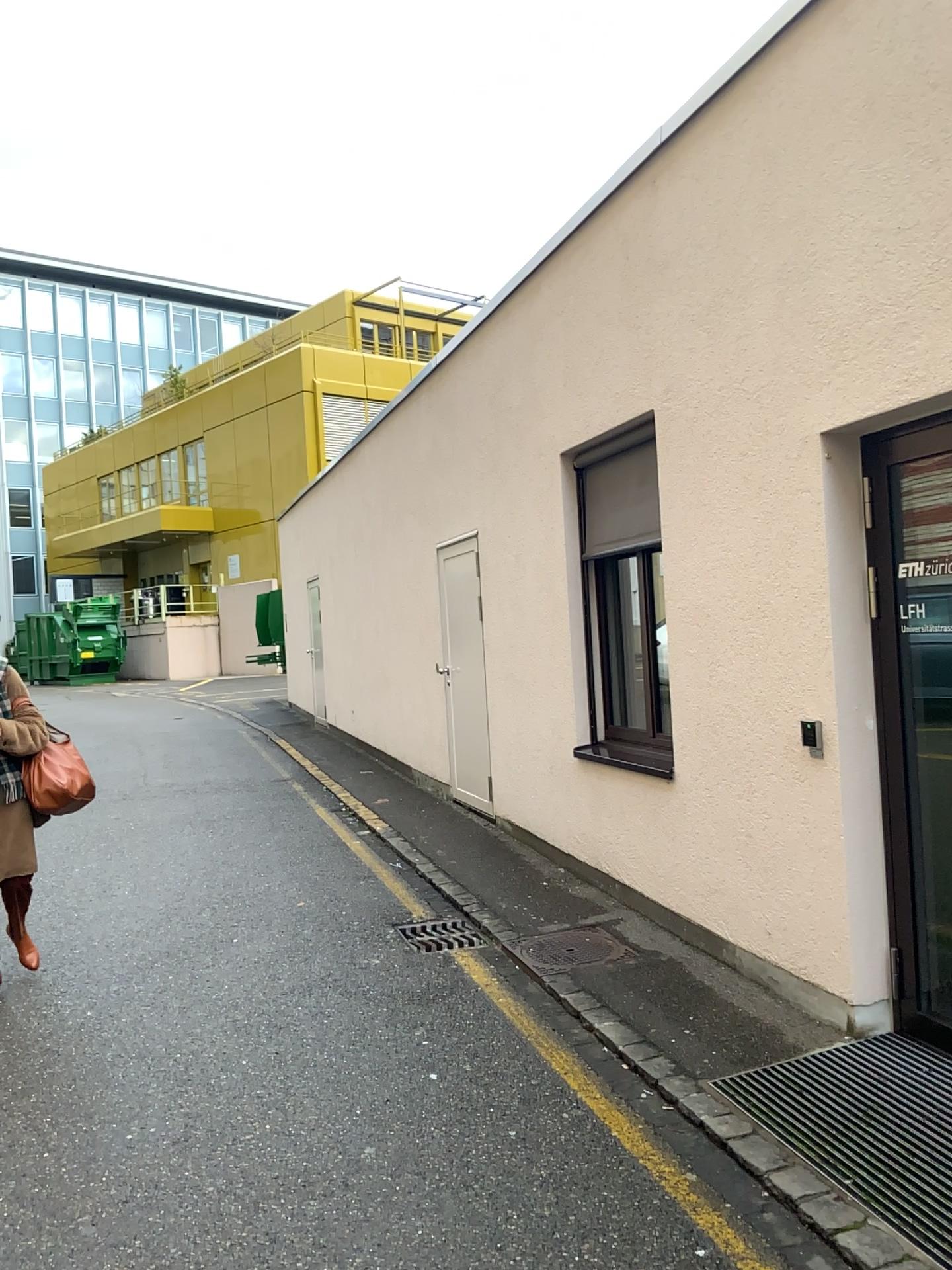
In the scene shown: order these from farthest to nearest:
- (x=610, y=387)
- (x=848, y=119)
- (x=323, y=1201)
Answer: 1. (x=610, y=387)
2. (x=848, y=119)
3. (x=323, y=1201)

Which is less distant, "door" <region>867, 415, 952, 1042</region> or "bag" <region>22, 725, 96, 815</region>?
"door" <region>867, 415, 952, 1042</region>

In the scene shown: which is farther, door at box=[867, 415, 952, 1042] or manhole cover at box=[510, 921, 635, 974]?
manhole cover at box=[510, 921, 635, 974]

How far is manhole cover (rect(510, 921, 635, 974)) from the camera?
4.8 meters

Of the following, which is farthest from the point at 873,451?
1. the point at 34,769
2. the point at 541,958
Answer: the point at 34,769

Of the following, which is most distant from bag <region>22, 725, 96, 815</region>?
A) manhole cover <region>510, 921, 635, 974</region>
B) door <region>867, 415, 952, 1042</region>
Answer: door <region>867, 415, 952, 1042</region>

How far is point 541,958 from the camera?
4.84m

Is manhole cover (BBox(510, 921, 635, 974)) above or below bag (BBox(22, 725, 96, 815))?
below

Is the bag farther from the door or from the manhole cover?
the door

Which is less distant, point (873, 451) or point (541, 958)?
point (873, 451)
